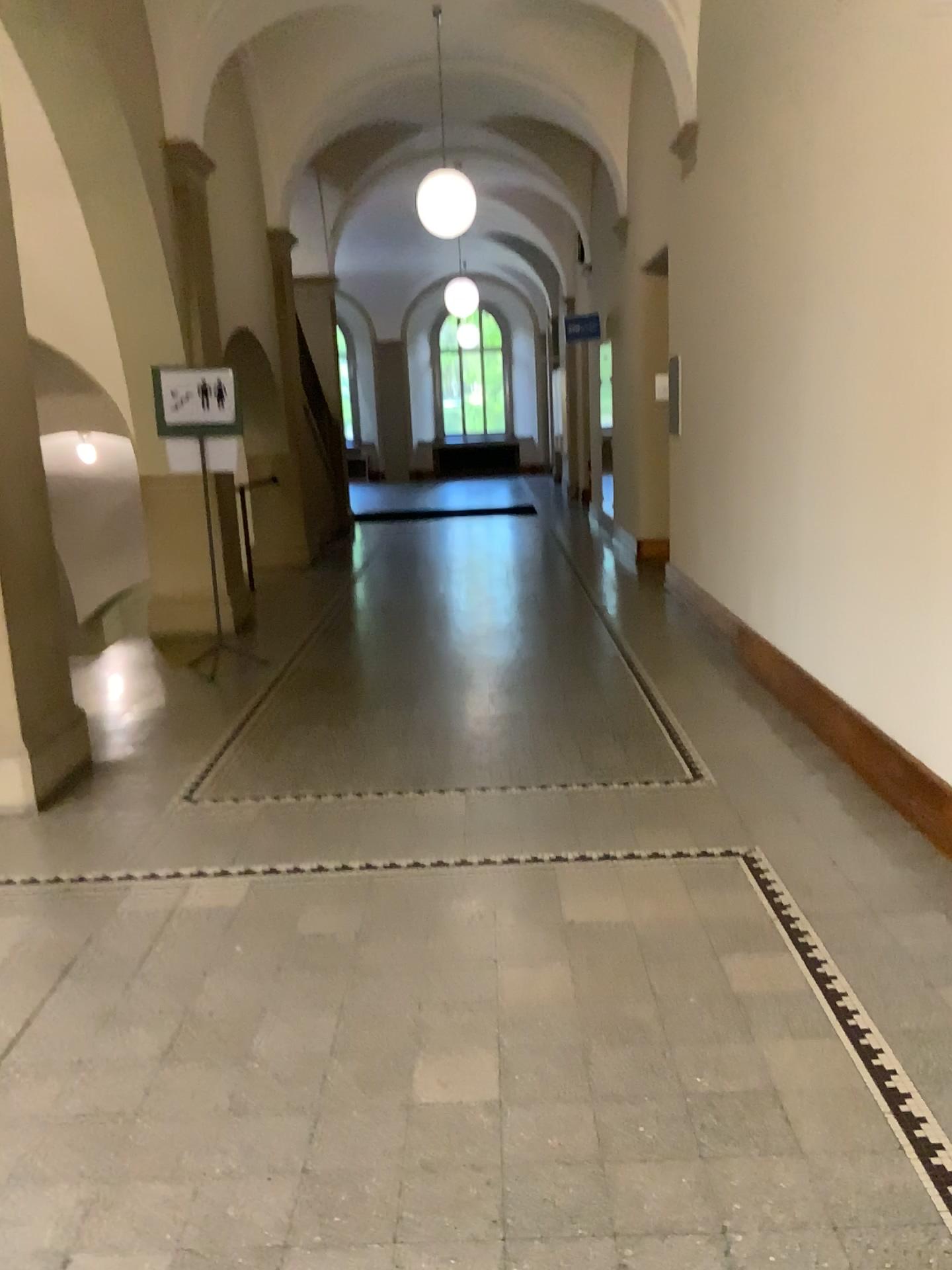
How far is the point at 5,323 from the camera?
4.2 meters

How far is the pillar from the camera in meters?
4.2

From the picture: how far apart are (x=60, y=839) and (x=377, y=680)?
2.0 meters
